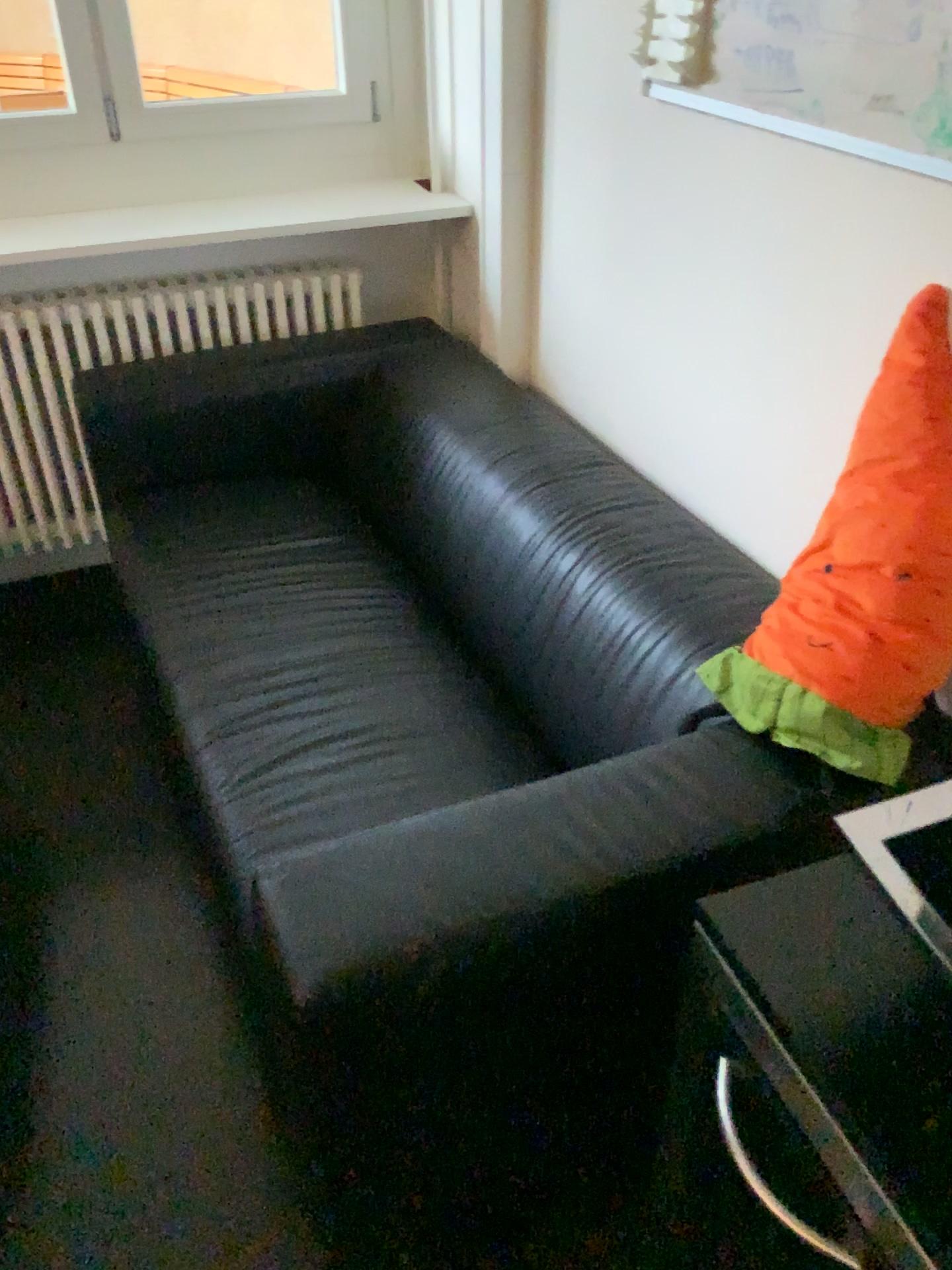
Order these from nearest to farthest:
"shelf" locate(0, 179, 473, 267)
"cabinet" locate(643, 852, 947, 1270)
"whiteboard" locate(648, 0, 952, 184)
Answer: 1. "cabinet" locate(643, 852, 947, 1270)
2. "whiteboard" locate(648, 0, 952, 184)
3. "shelf" locate(0, 179, 473, 267)

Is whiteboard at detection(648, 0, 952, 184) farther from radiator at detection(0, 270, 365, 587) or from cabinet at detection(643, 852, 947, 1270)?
radiator at detection(0, 270, 365, 587)

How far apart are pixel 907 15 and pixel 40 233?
1.8 meters

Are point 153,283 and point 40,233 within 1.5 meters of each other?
yes

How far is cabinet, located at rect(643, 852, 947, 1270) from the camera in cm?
59

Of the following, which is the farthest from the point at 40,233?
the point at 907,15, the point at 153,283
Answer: the point at 907,15

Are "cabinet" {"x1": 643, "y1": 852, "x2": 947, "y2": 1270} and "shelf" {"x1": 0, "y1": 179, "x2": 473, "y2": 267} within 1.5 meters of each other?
no

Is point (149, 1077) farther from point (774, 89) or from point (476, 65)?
point (476, 65)

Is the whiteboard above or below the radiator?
above

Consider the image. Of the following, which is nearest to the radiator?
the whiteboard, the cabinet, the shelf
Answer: the shelf
